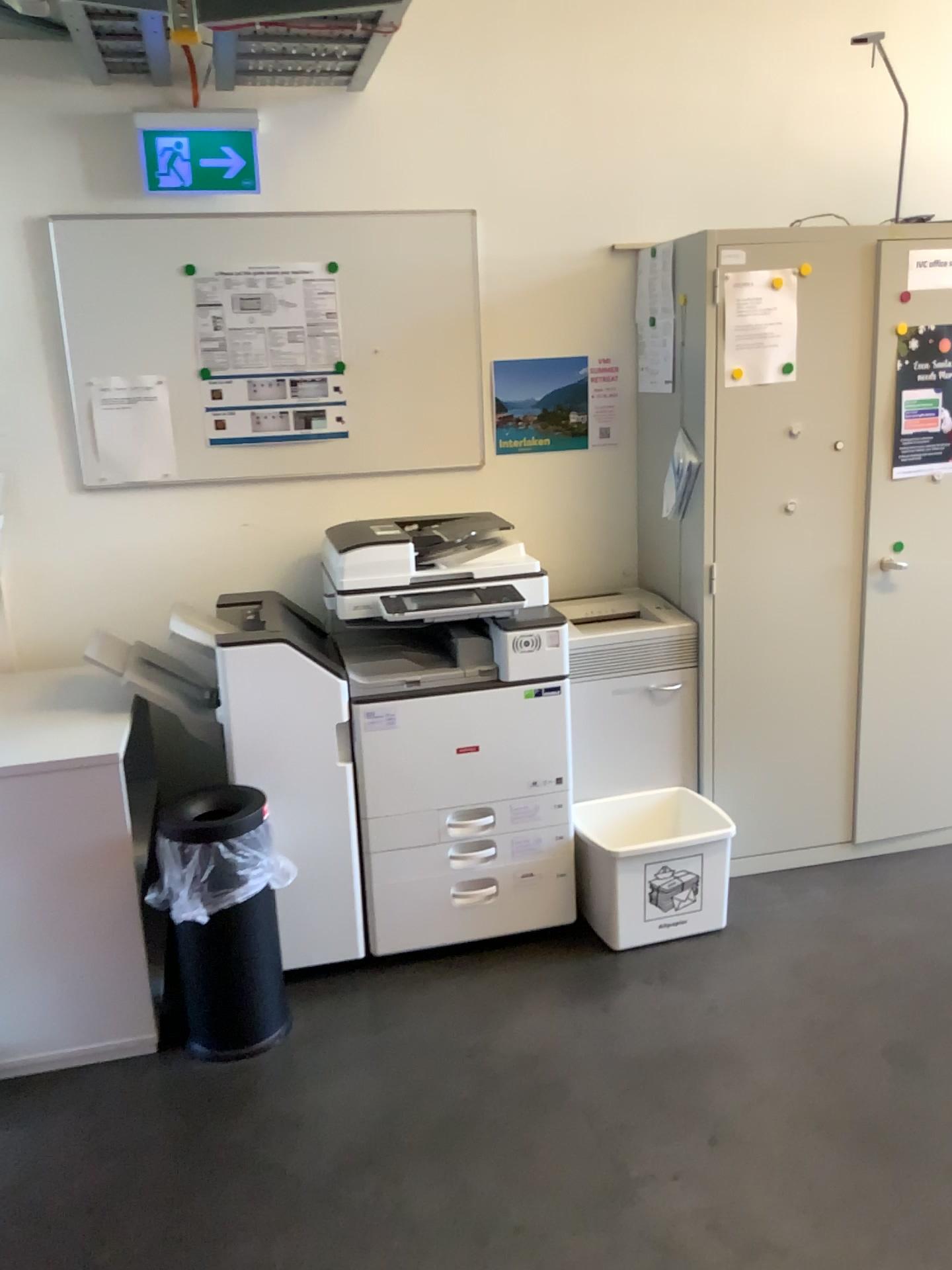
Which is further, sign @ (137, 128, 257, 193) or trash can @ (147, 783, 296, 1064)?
sign @ (137, 128, 257, 193)

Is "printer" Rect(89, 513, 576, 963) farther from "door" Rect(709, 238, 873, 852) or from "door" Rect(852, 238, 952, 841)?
"door" Rect(852, 238, 952, 841)

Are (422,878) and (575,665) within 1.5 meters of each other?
yes

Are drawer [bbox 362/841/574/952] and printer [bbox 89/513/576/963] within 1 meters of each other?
yes

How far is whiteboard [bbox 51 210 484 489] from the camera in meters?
2.9

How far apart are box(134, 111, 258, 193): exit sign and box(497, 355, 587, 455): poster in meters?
0.9

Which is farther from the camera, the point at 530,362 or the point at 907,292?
the point at 530,362

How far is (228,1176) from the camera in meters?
2.1

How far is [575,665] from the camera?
2.9 meters

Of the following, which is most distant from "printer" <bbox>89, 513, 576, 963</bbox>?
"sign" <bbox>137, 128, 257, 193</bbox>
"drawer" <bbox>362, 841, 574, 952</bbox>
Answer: "sign" <bbox>137, 128, 257, 193</bbox>
